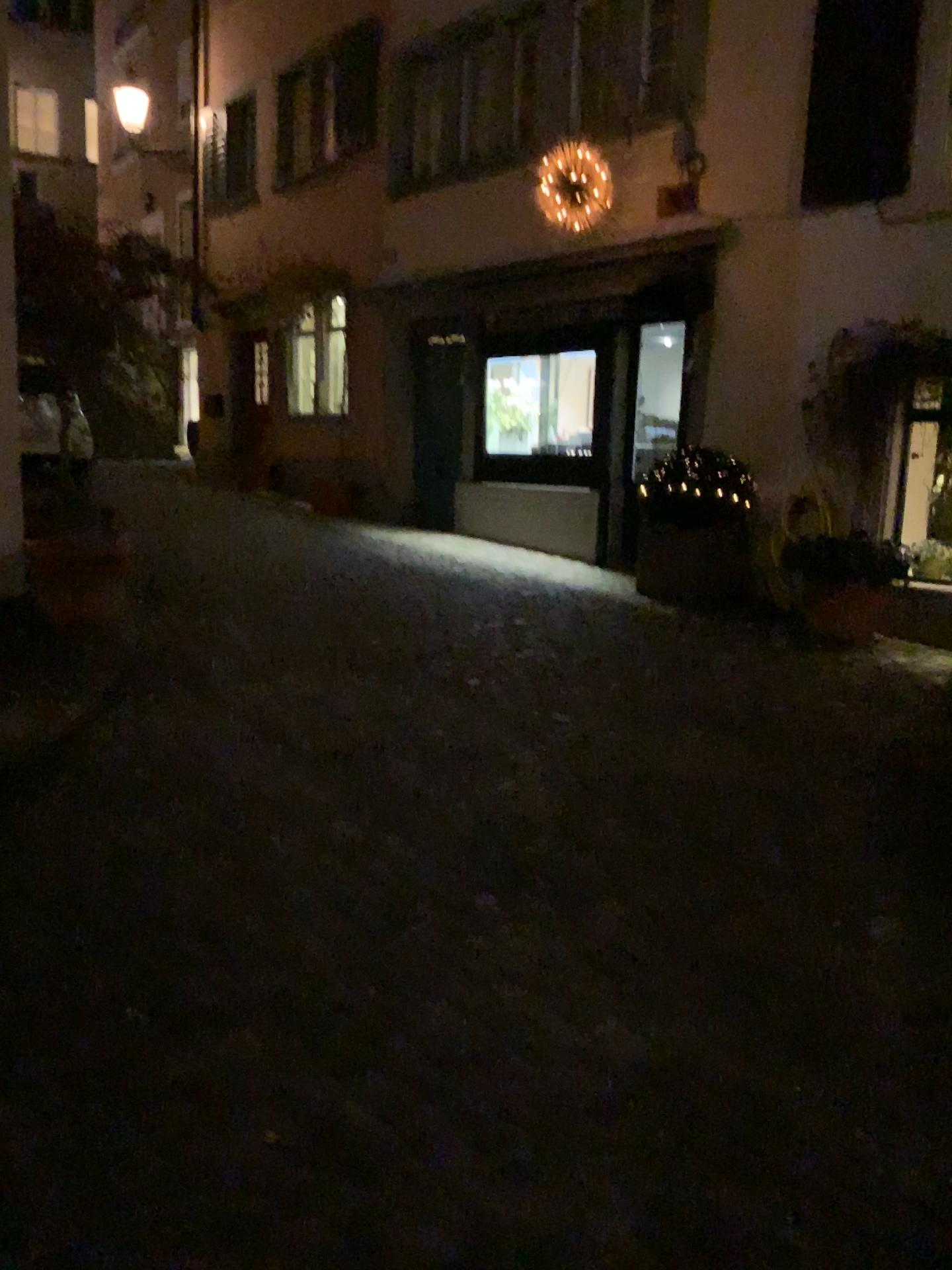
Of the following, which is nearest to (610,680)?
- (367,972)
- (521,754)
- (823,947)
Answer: (521,754)
